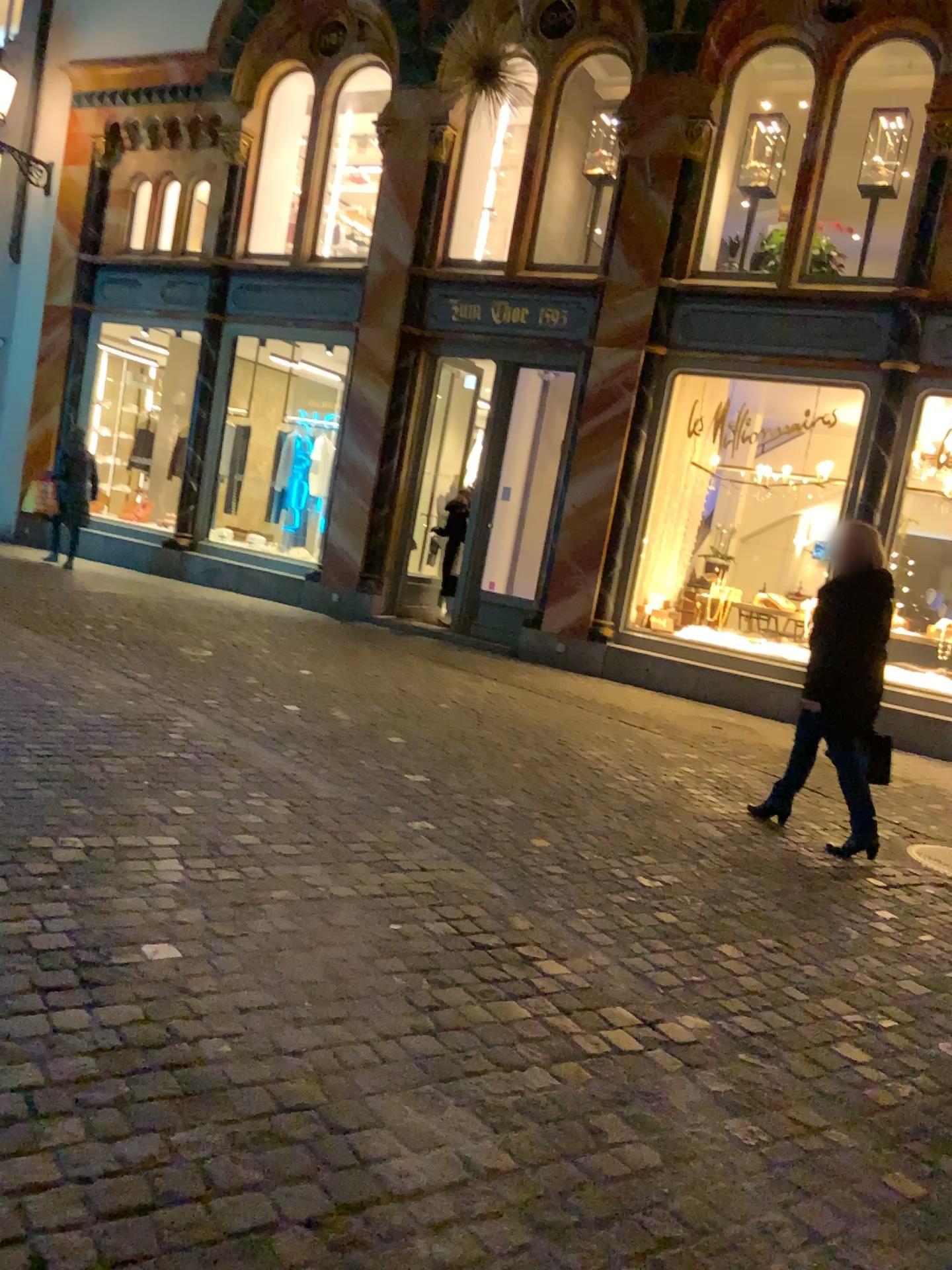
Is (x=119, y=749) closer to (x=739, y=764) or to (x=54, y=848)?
(x=54, y=848)
